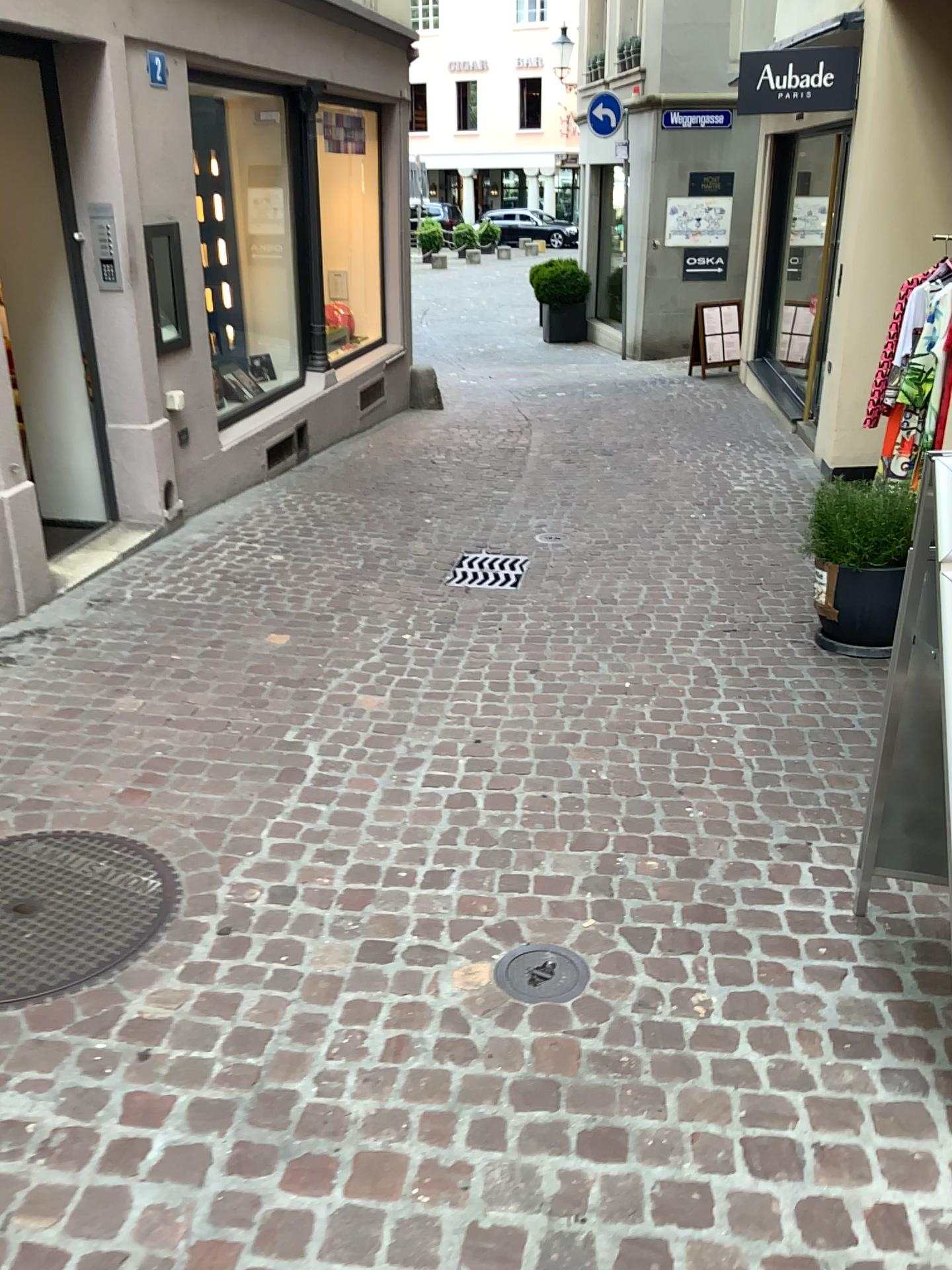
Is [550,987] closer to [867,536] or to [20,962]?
[20,962]

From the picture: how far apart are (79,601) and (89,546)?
0.86m

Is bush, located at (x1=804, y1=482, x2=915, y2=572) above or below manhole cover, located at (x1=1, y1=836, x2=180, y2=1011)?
above

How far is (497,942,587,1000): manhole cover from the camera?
2.3m

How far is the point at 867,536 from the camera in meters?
4.1 m

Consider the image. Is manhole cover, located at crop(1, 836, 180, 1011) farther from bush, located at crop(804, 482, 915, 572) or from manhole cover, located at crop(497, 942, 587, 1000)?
bush, located at crop(804, 482, 915, 572)

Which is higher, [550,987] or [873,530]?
[873,530]

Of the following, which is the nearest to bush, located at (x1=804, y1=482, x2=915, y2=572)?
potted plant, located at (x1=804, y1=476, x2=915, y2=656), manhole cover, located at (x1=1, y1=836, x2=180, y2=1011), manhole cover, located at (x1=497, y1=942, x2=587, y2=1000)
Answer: potted plant, located at (x1=804, y1=476, x2=915, y2=656)

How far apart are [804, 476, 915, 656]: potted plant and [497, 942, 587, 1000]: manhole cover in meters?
2.2

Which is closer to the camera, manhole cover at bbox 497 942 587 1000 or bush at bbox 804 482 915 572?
manhole cover at bbox 497 942 587 1000
